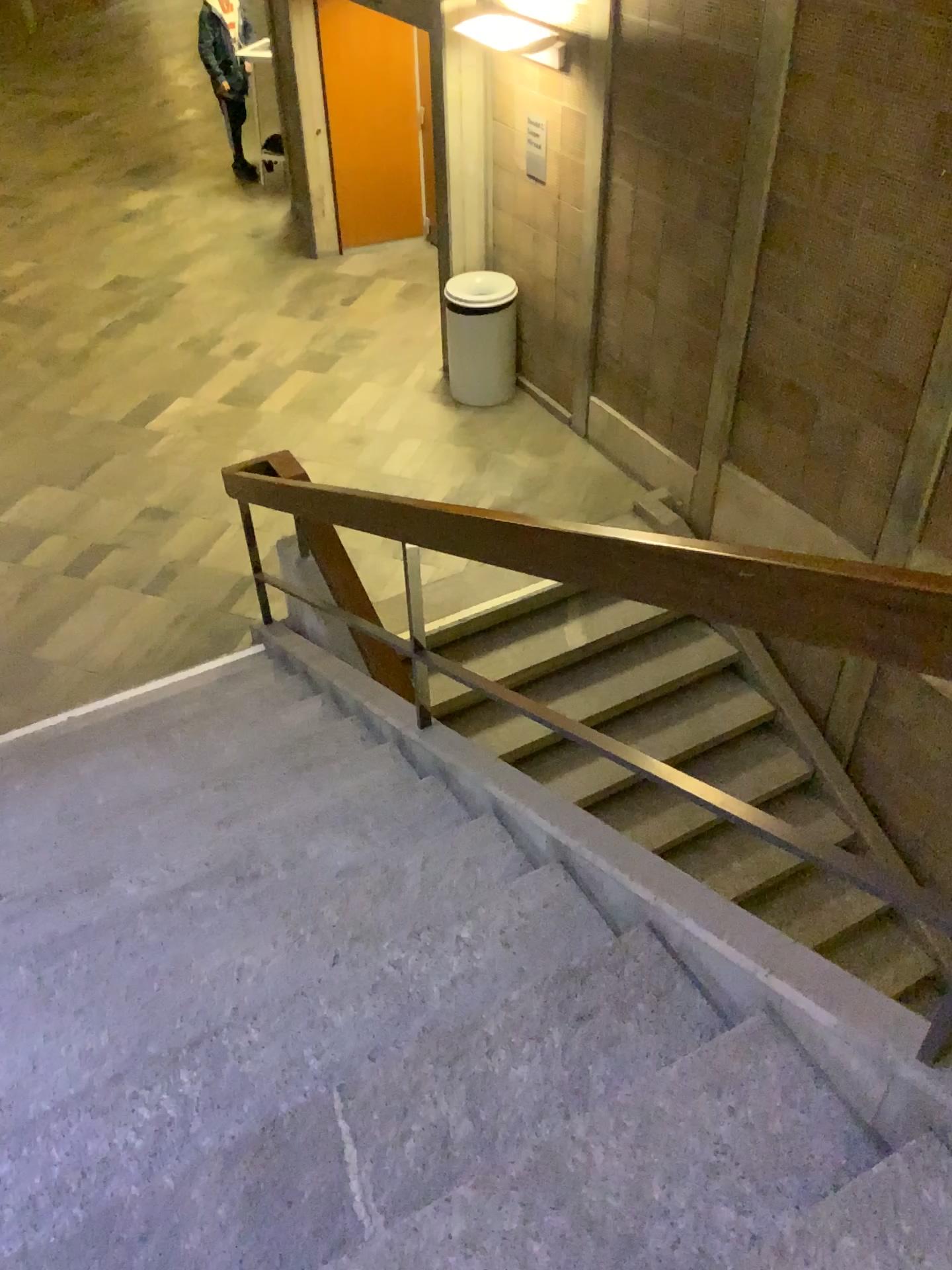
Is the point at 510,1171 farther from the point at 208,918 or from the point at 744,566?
the point at 208,918
